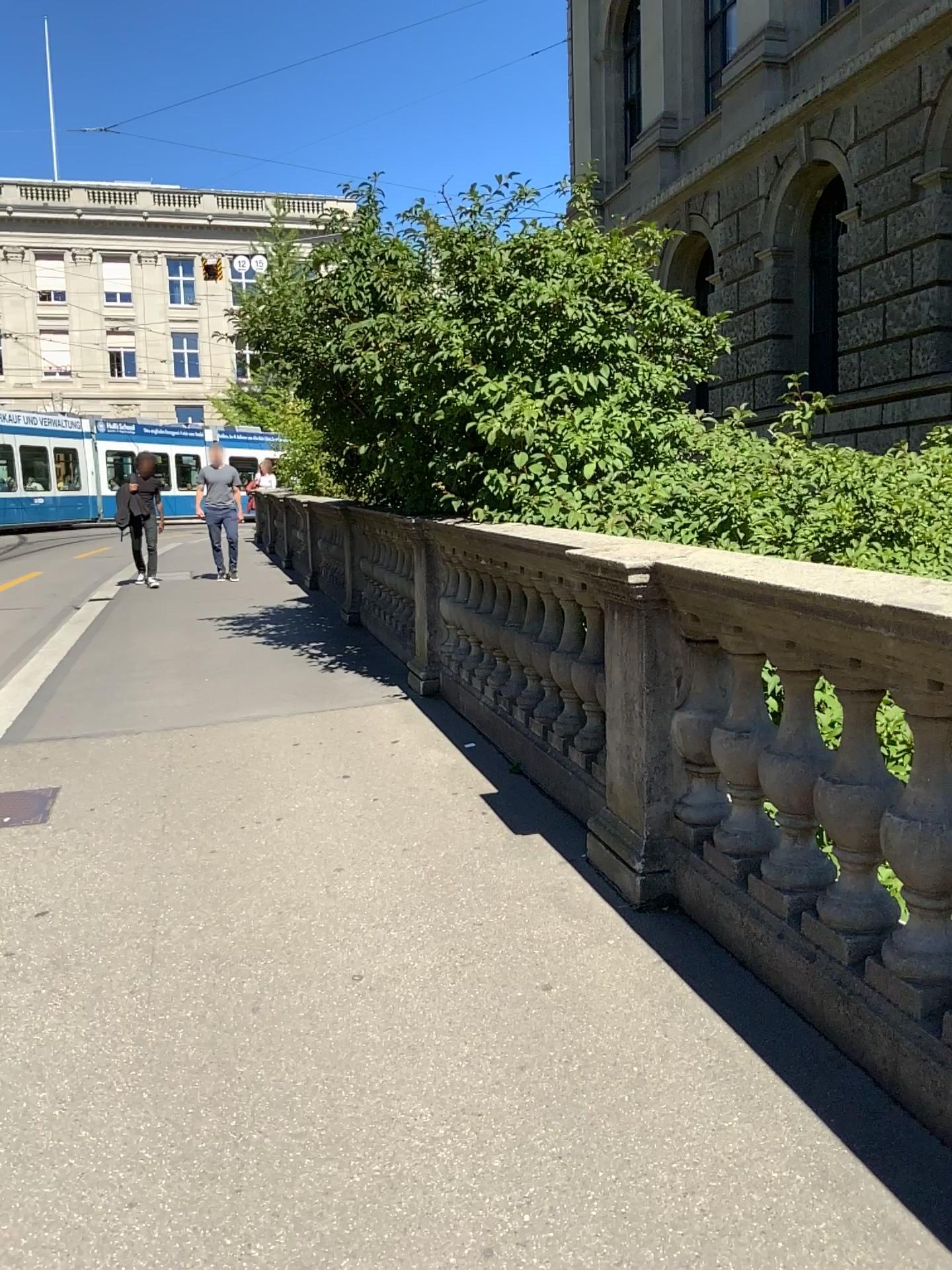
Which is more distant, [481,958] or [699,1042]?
[481,958]
